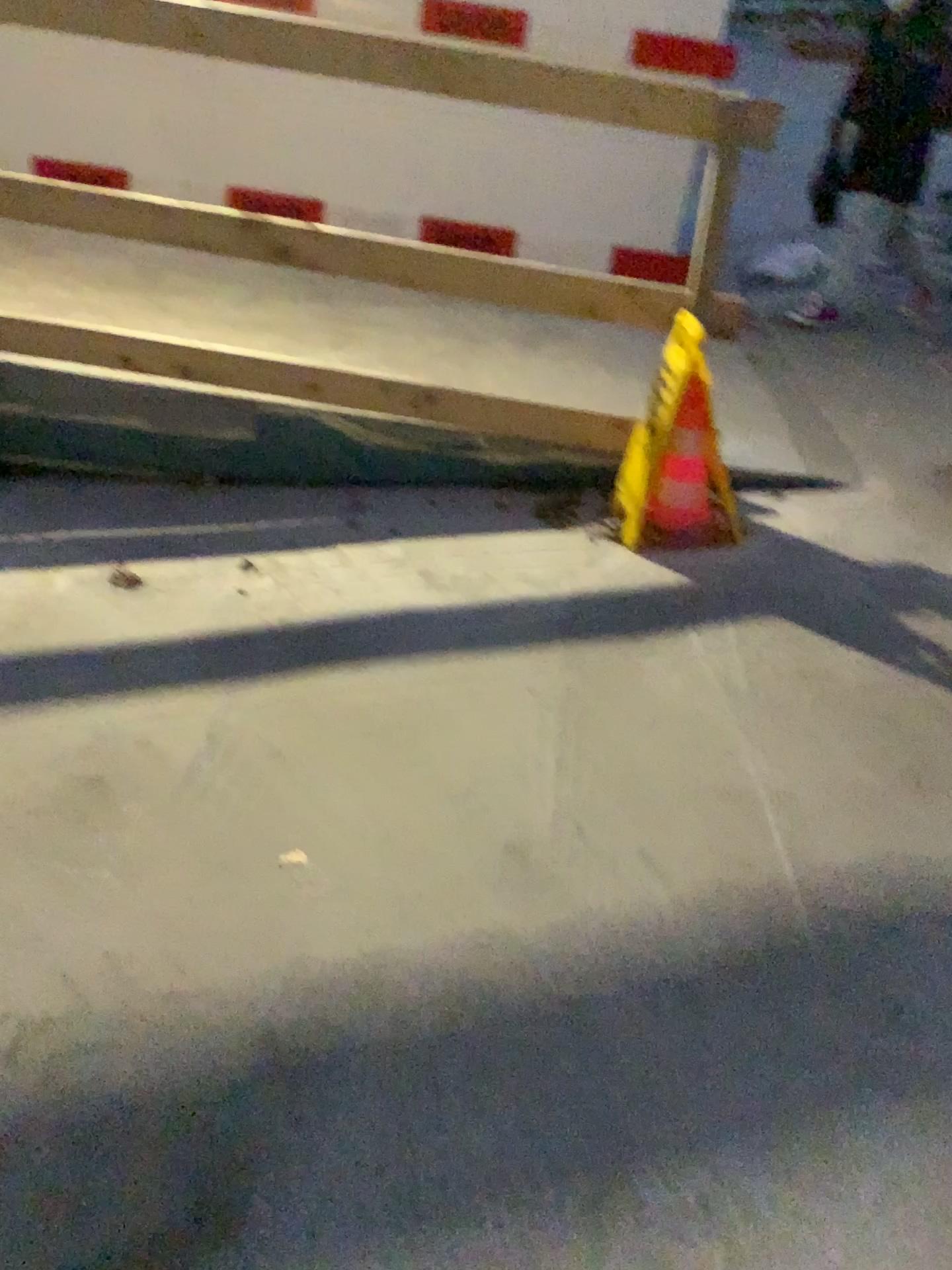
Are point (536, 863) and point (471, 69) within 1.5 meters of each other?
no

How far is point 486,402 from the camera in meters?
3.3

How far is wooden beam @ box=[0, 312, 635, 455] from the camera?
3.3 meters
